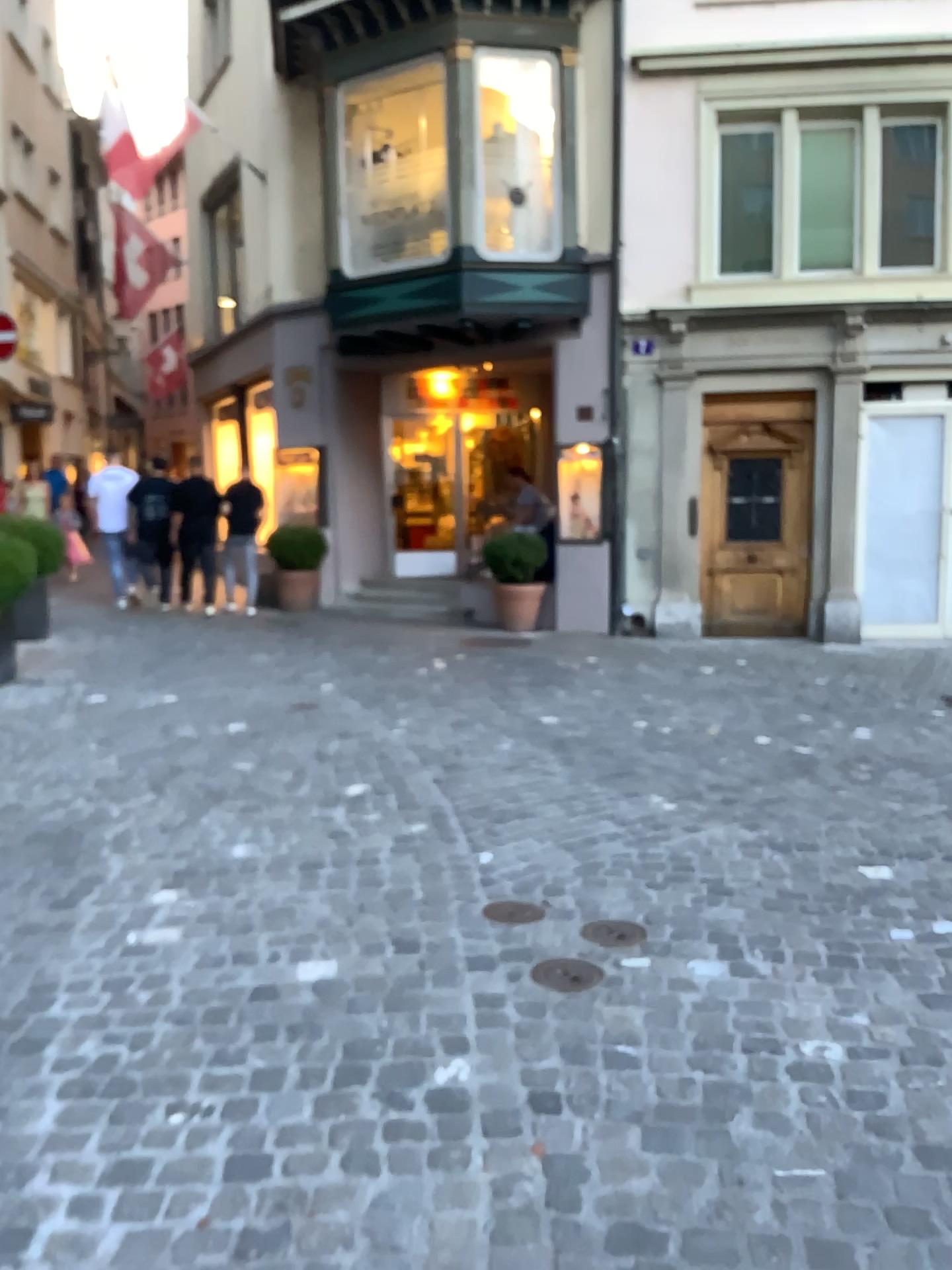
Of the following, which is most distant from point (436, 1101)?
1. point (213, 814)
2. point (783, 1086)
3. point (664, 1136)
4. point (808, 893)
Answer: point (213, 814)

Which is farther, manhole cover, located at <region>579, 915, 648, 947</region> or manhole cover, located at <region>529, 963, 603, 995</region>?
manhole cover, located at <region>579, 915, 648, 947</region>

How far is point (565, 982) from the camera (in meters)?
2.88

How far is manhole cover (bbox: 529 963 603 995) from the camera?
2.9m

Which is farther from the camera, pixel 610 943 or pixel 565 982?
pixel 610 943
